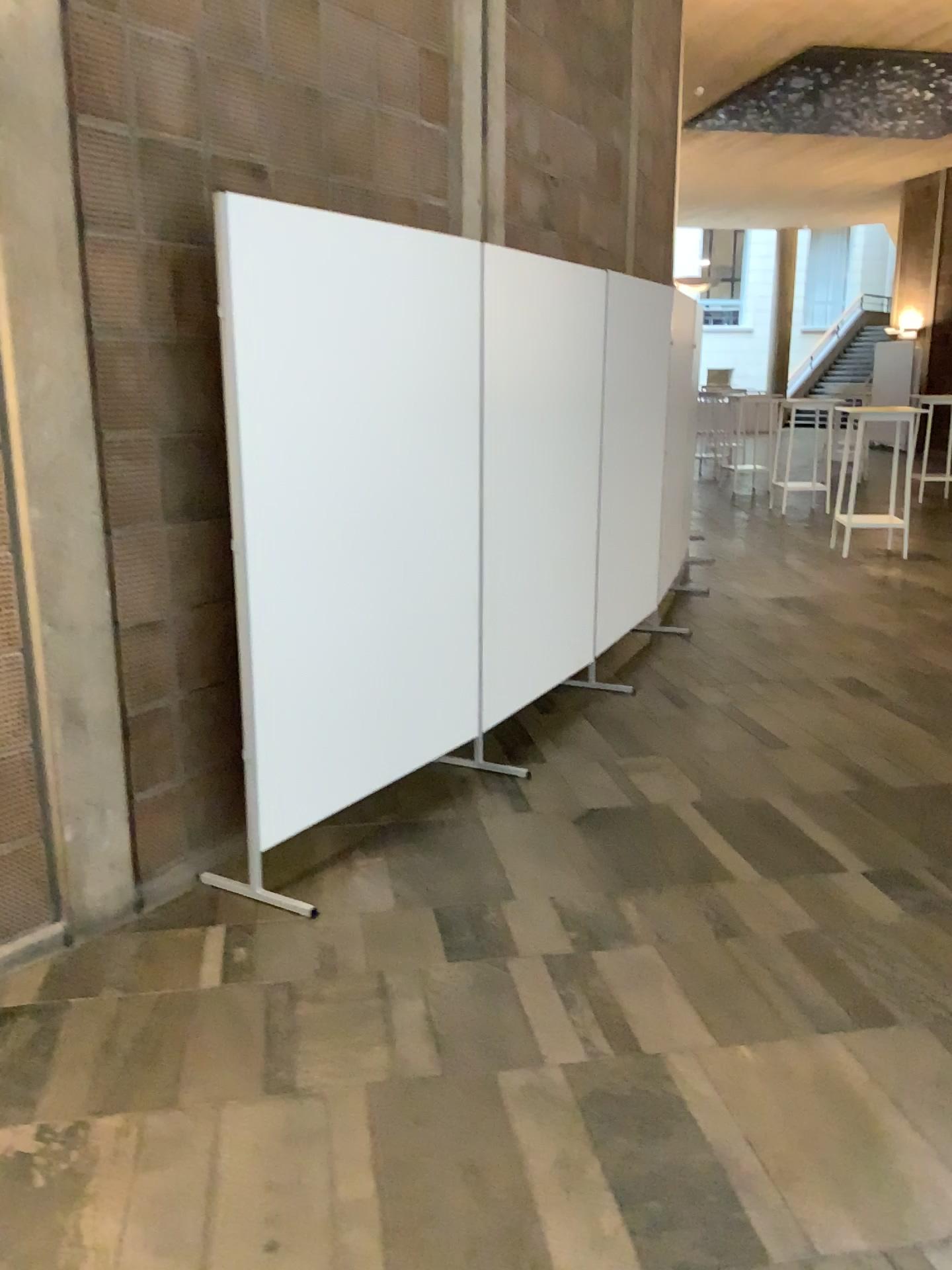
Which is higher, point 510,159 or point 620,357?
point 510,159

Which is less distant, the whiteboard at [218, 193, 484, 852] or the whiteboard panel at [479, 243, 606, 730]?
the whiteboard at [218, 193, 484, 852]

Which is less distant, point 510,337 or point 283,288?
point 283,288
